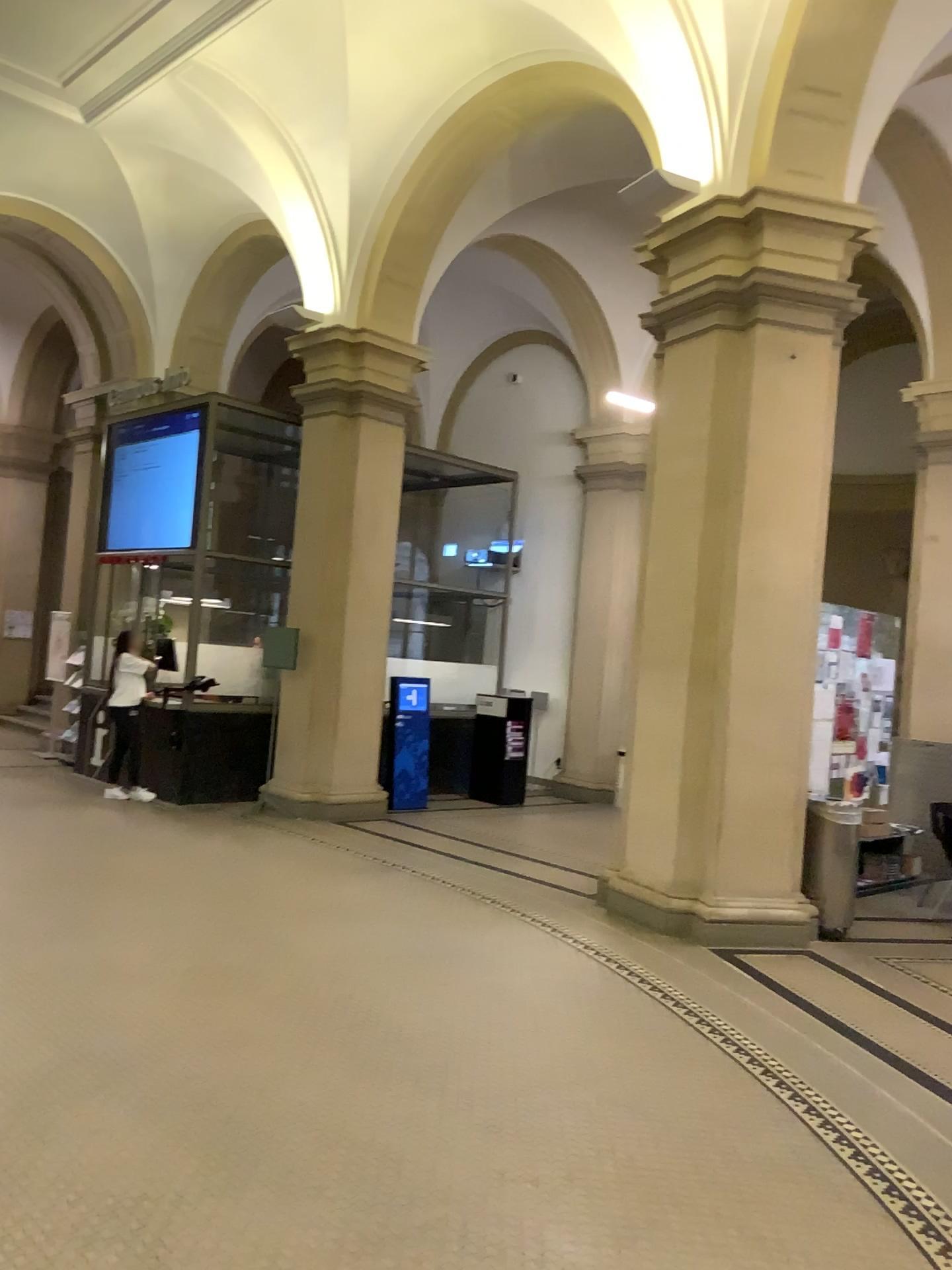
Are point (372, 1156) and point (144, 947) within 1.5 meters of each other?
no
